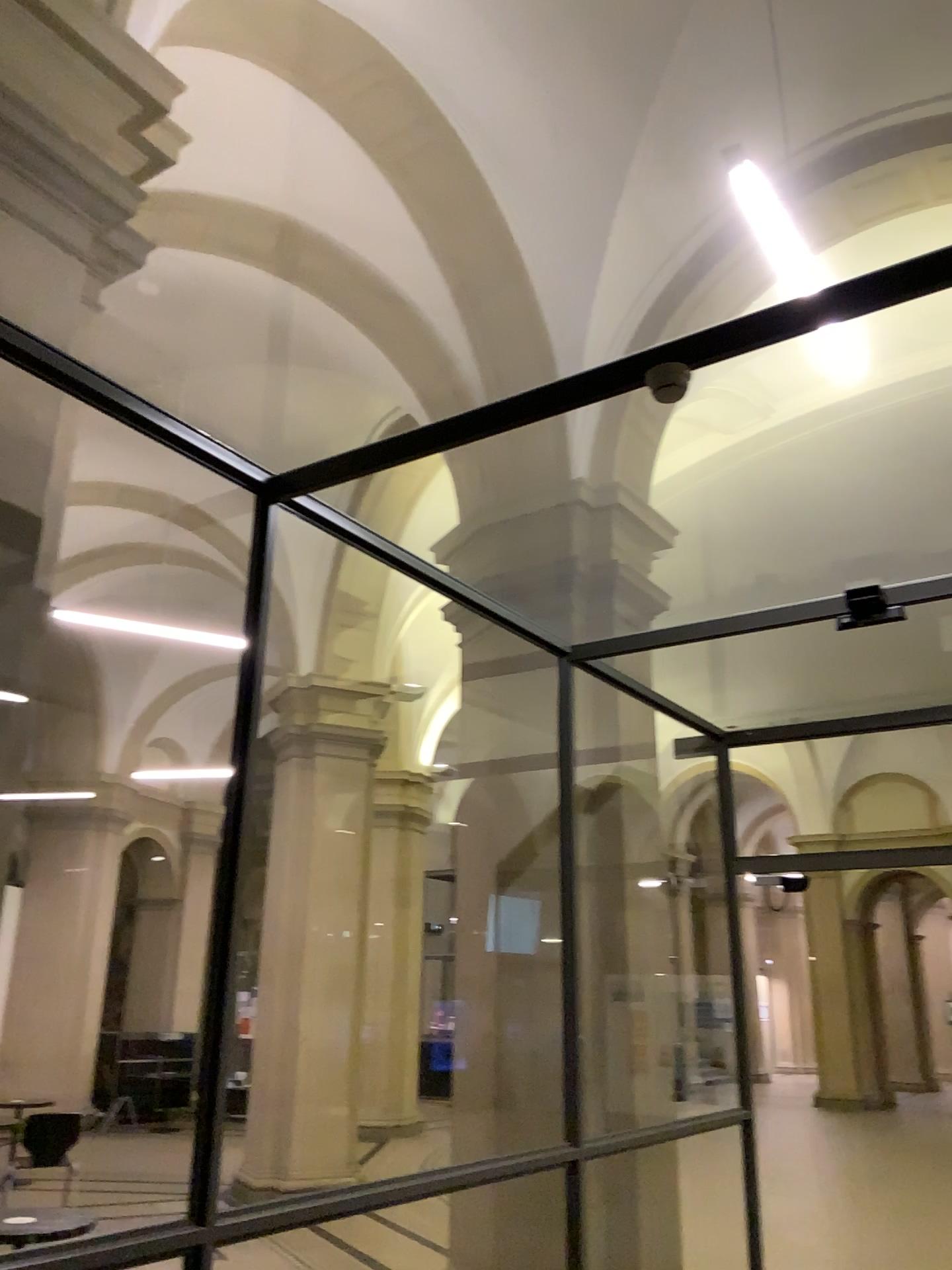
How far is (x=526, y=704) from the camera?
5.3 meters
